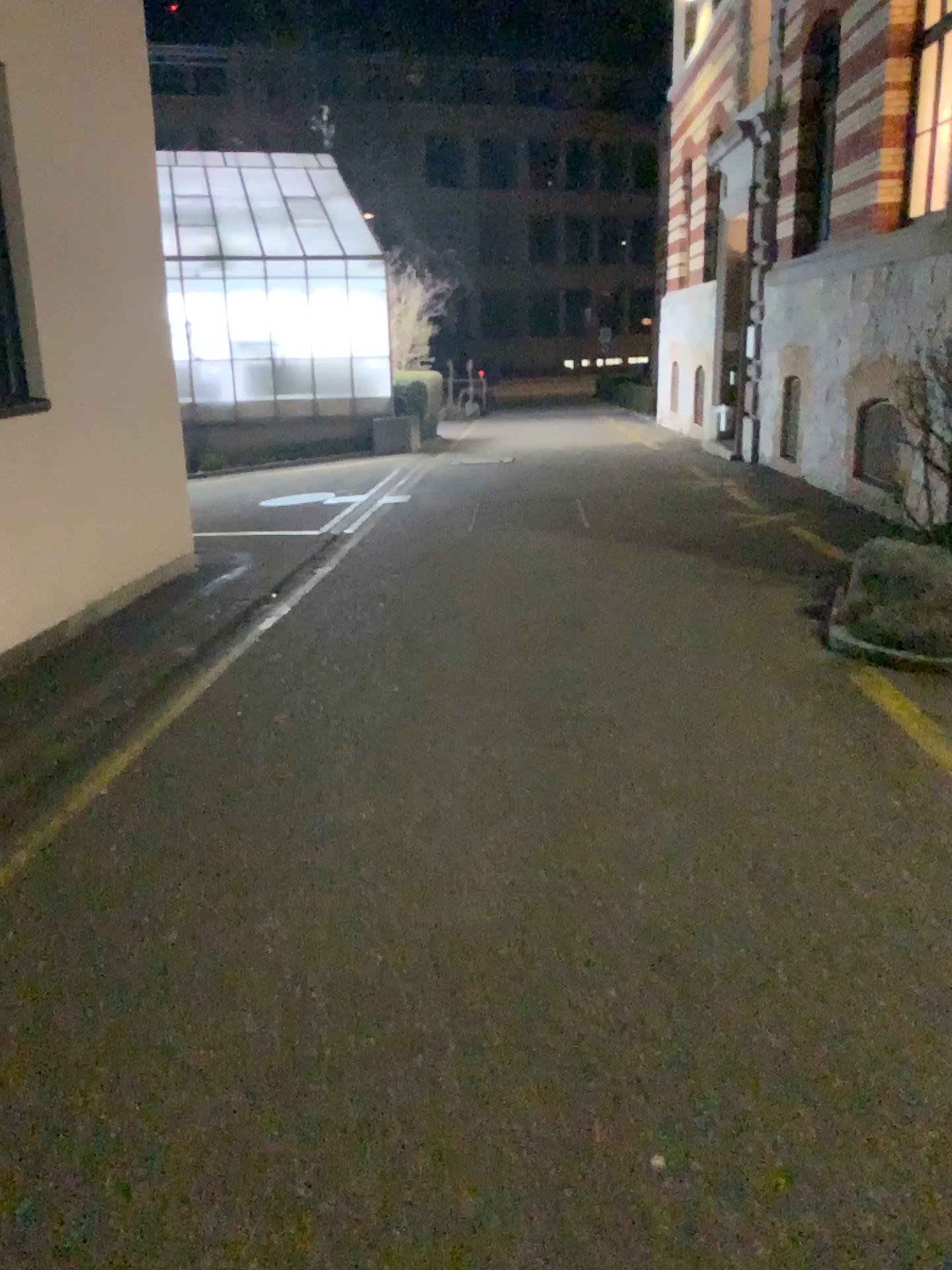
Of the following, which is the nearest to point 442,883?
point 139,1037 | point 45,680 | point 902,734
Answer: point 139,1037
